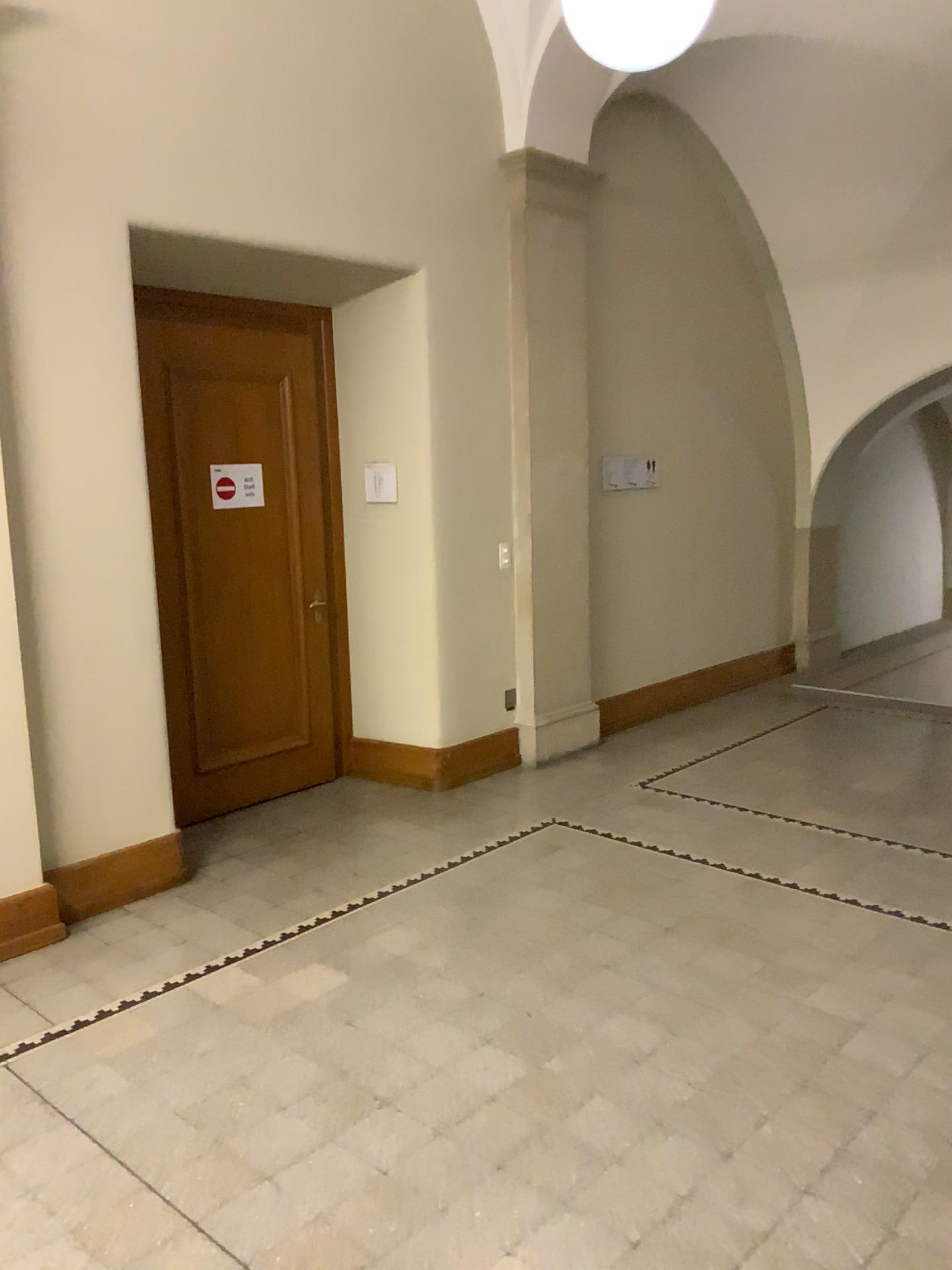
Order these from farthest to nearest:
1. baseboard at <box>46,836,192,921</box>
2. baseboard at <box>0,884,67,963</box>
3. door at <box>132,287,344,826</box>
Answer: door at <box>132,287,344,826</box>, baseboard at <box>46,836,192,921</box>, baseboard at <box>0,884,67,963</box>

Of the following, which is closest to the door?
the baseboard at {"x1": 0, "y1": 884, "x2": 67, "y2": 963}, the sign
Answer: the sign

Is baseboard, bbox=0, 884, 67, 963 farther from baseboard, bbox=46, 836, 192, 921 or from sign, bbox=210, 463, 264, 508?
sign, bbox=210, 463, 264, 508

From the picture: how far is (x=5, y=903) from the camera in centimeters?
374cm

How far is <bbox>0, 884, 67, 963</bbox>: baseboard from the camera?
3.7 meters

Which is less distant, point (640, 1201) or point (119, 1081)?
point (640, 1201)

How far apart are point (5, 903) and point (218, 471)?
2.21m

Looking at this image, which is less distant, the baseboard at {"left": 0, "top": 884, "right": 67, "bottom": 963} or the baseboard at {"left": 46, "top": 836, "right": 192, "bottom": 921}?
the baseboard at {"left": 0, "top": 884, "right": 67, "bottom": 963}

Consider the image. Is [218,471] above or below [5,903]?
above

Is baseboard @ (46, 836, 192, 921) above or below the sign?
below
